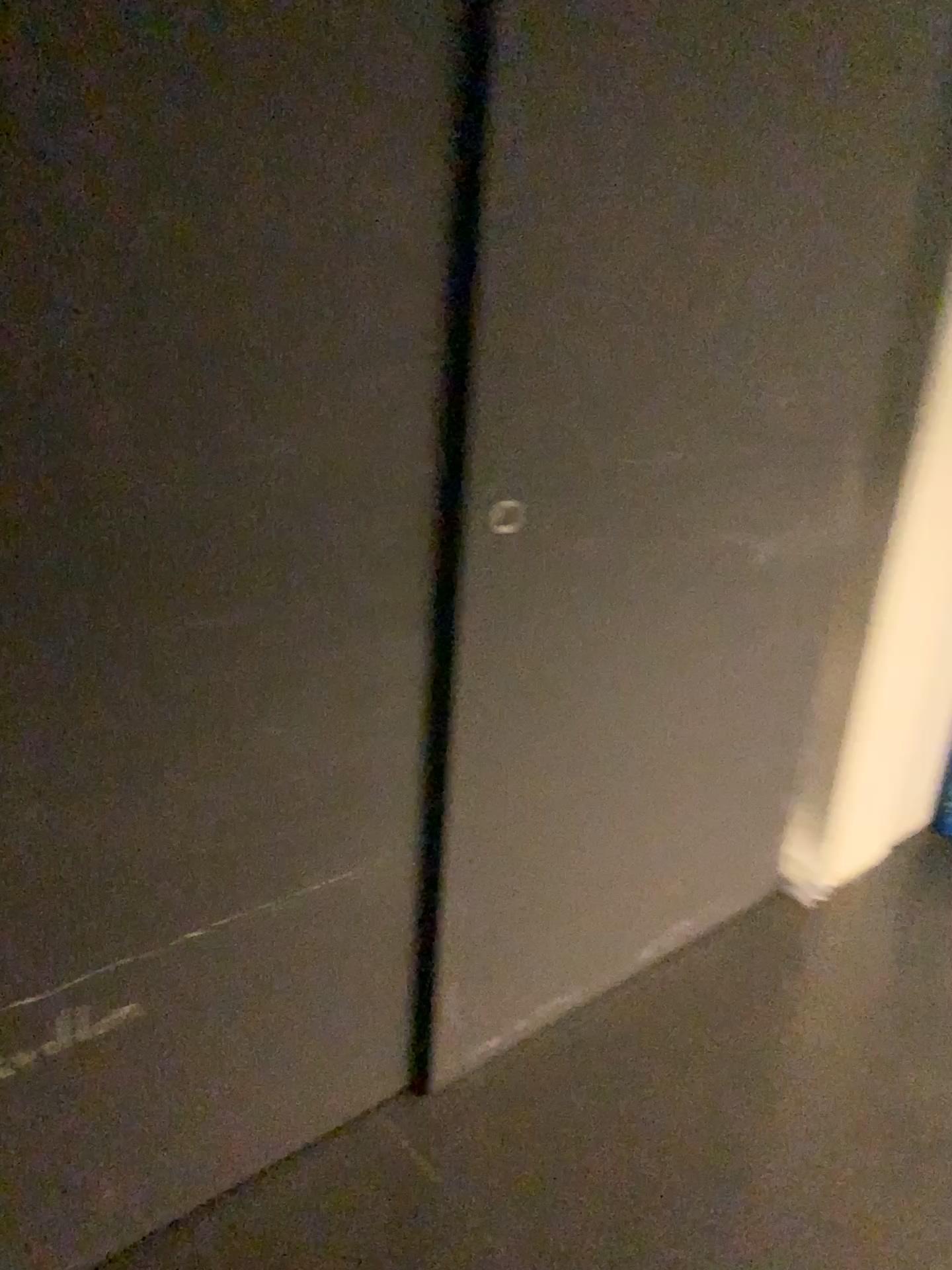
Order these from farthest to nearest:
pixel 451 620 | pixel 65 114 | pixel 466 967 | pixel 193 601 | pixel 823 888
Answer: pixel 823 888, pixel 466 967, pixel 451 620, pixel 193 601, pixel 65 114
